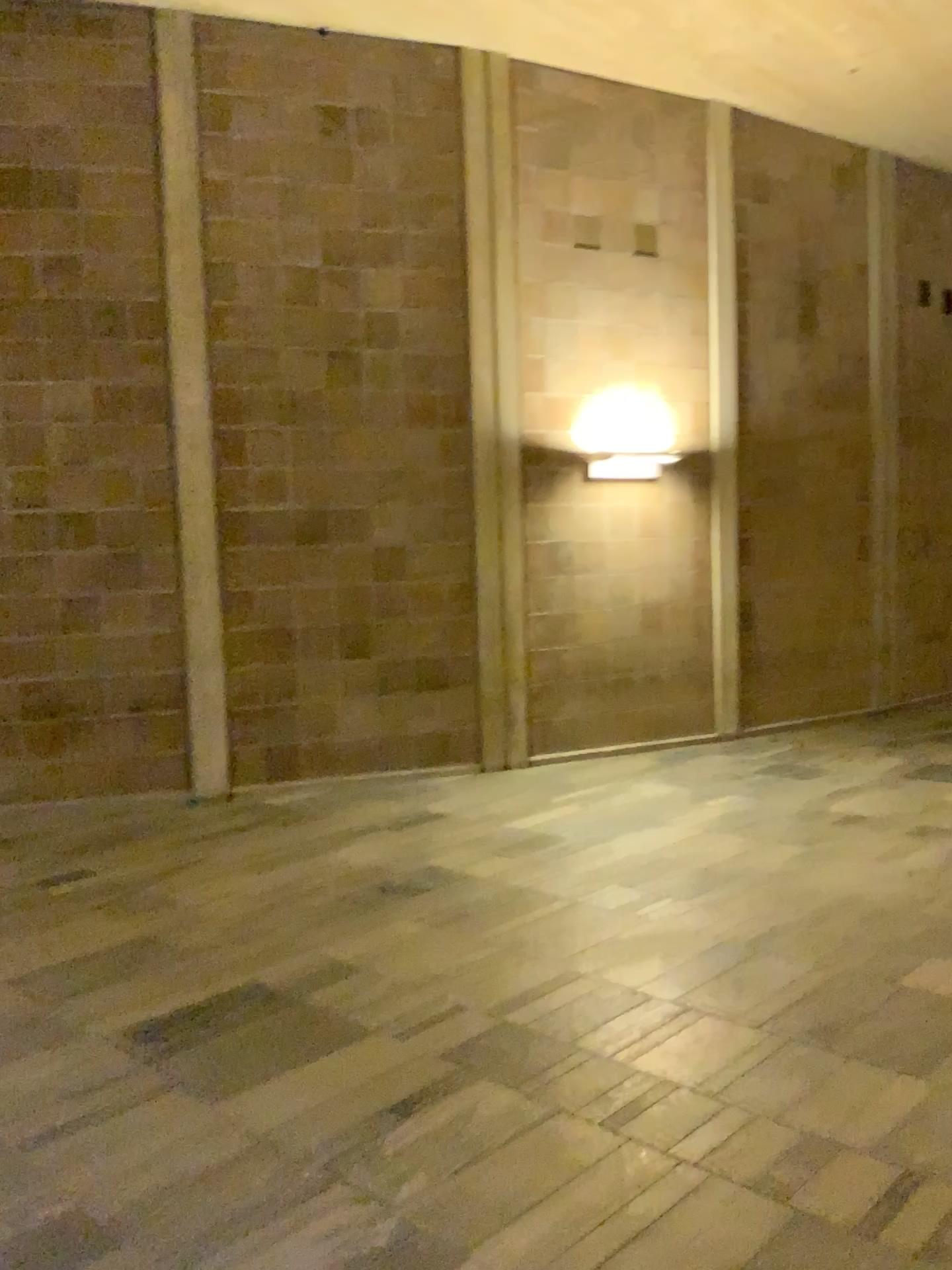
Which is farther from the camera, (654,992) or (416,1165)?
(654,992)
